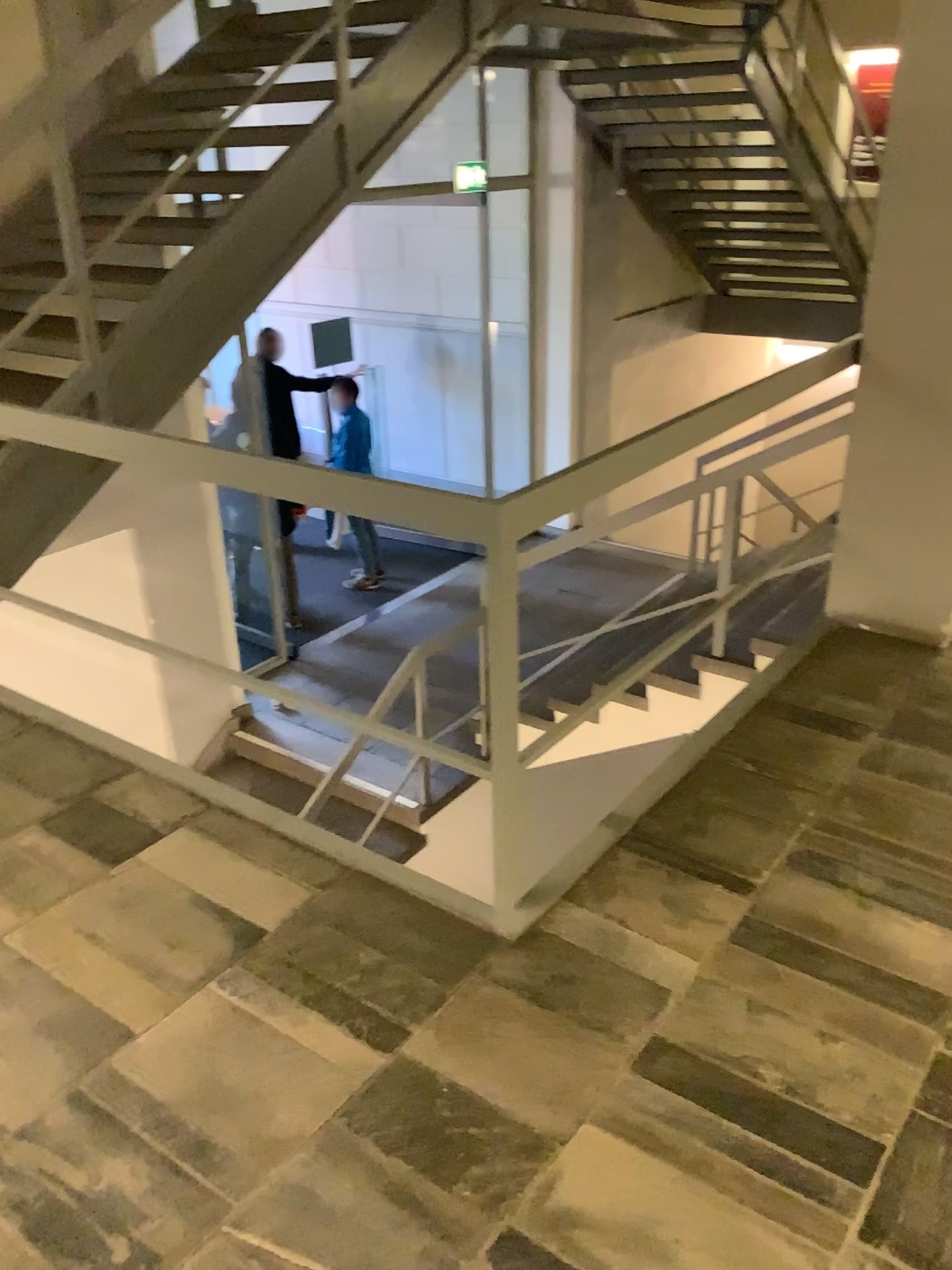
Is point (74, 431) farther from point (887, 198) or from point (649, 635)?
point (887, 198)
